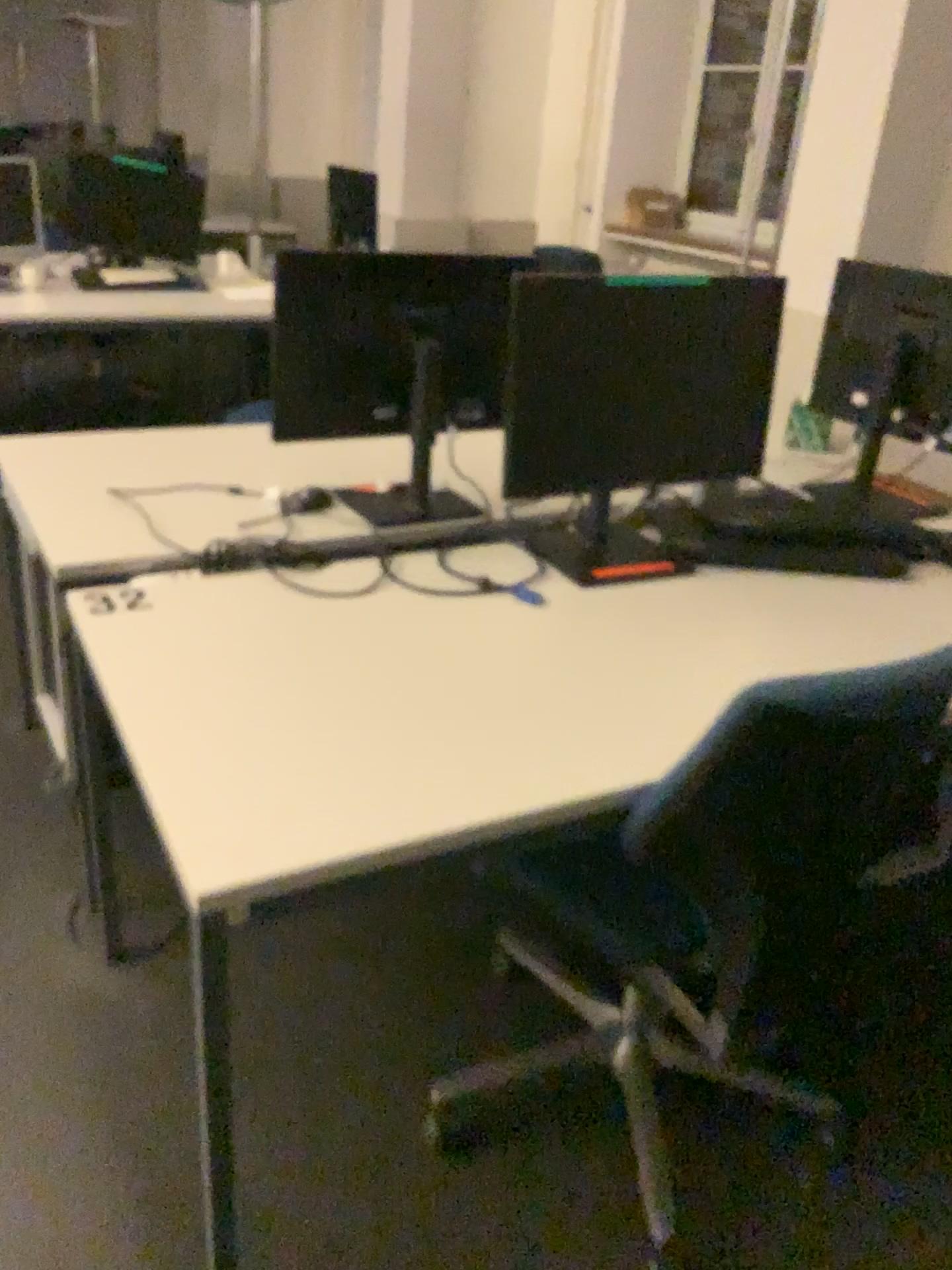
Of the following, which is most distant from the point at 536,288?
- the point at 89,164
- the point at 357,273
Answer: the point at 89,164

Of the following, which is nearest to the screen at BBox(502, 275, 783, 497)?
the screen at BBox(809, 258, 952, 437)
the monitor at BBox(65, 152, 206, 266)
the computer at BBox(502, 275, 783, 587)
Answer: the computer at BBox(502, 275, 783, 587)

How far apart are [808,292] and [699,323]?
1.9m

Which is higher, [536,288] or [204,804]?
[536,288]

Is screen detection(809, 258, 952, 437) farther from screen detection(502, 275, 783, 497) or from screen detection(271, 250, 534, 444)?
screen detection(271, 250, 534, 444)

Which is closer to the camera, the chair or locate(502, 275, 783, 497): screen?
the chair

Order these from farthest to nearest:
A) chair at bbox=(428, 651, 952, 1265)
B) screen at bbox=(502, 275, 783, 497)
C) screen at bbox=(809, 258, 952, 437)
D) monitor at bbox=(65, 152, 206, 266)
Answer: monitor at bbox=(65, 152, 206, 266) → screen at bbox=(809, 258, 952, 437) → screen at bbox=(502, 275, 783, 497) → chair at bbox=(428, 651, 952, 1265)

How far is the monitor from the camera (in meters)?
4.29

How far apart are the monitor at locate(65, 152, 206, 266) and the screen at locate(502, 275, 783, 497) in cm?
302

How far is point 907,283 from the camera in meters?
2.3
